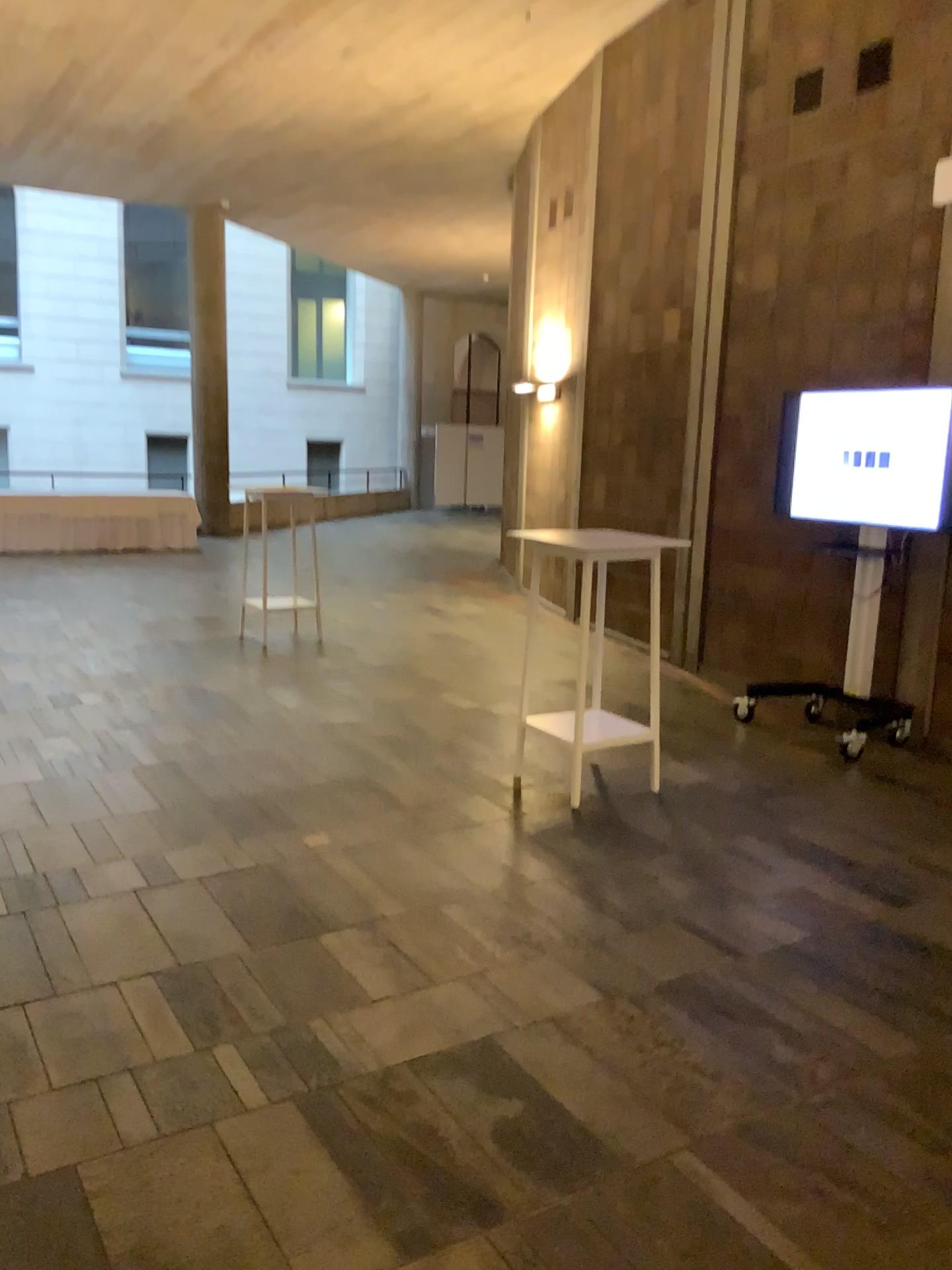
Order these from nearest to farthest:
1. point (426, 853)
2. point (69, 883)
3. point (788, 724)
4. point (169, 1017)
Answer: point (169, 1017)
point (69, 883)
point (426, 853)
point (788, 724)
